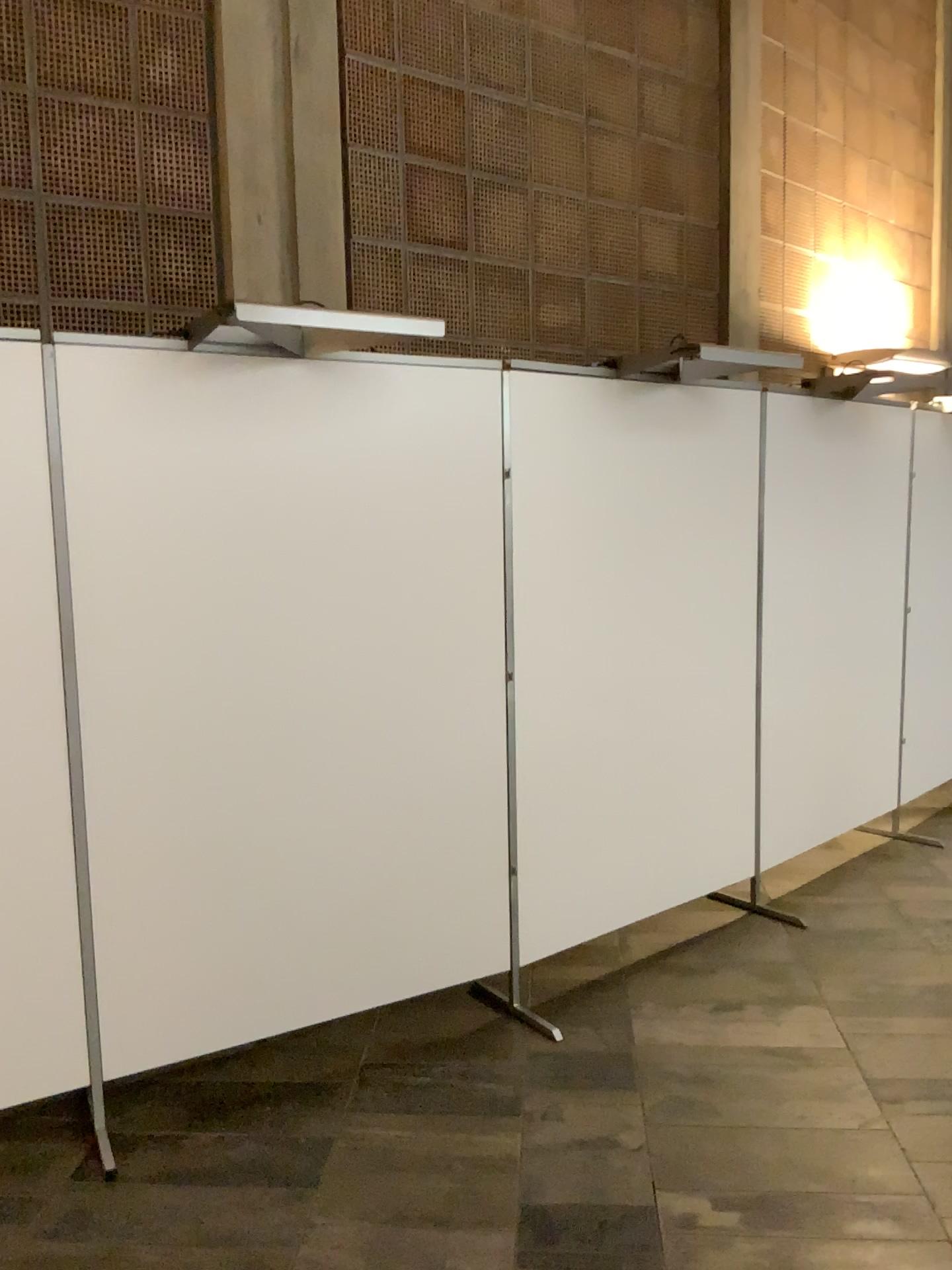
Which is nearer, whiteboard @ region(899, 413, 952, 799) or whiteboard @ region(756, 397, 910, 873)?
whiteboard @ region(756, 397, 910, 873)

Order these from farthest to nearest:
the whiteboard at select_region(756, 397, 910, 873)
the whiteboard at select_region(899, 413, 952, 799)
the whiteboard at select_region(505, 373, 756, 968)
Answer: the whiteboard at select_region(899, 413, 952, 799)
the whiteboard at select_region(756, 397, 910, 873)
the whiteboard at select_region(505, 373, 756, 968)

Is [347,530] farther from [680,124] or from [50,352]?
[680,124]

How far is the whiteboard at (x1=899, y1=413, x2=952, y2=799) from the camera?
4.8m

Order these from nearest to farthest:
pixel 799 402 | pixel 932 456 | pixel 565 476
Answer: pixel 565 476
pixel 799 402
pixel 932 456

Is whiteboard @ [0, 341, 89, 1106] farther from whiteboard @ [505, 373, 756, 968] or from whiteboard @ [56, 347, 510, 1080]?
whiteboard @ [505, 373, 756, 968]

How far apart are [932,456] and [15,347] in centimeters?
390cm

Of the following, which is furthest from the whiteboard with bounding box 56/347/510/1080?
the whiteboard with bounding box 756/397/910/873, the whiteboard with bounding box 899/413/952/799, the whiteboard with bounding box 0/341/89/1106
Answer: the whiteboard with bounding box 899/413/952/799

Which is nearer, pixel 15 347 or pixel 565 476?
pixel 15 347

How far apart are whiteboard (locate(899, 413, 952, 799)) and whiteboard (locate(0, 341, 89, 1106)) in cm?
371
